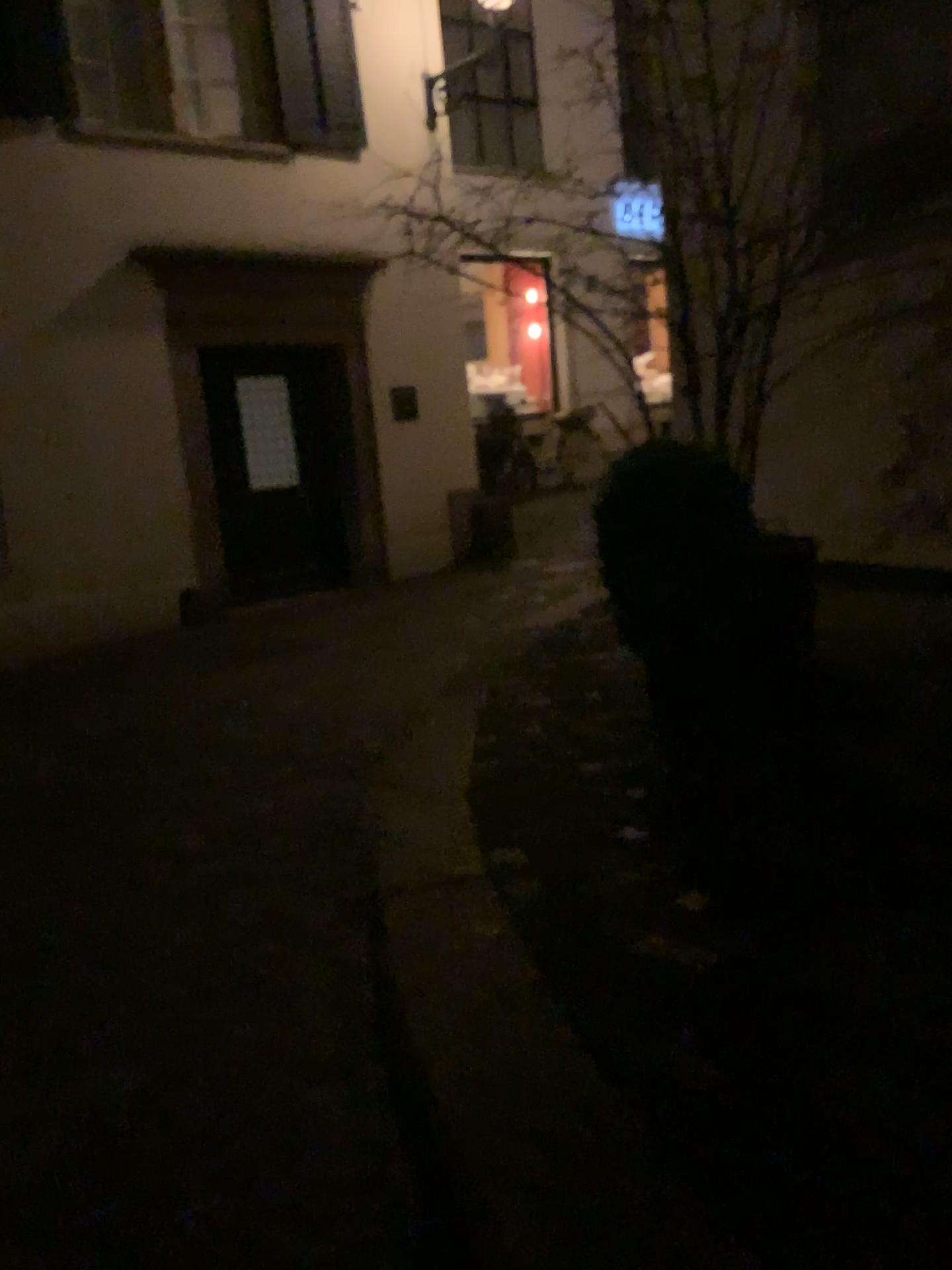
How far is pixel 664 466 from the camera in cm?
359

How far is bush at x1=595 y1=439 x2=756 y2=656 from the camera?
3.59m

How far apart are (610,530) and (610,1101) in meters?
2.1
